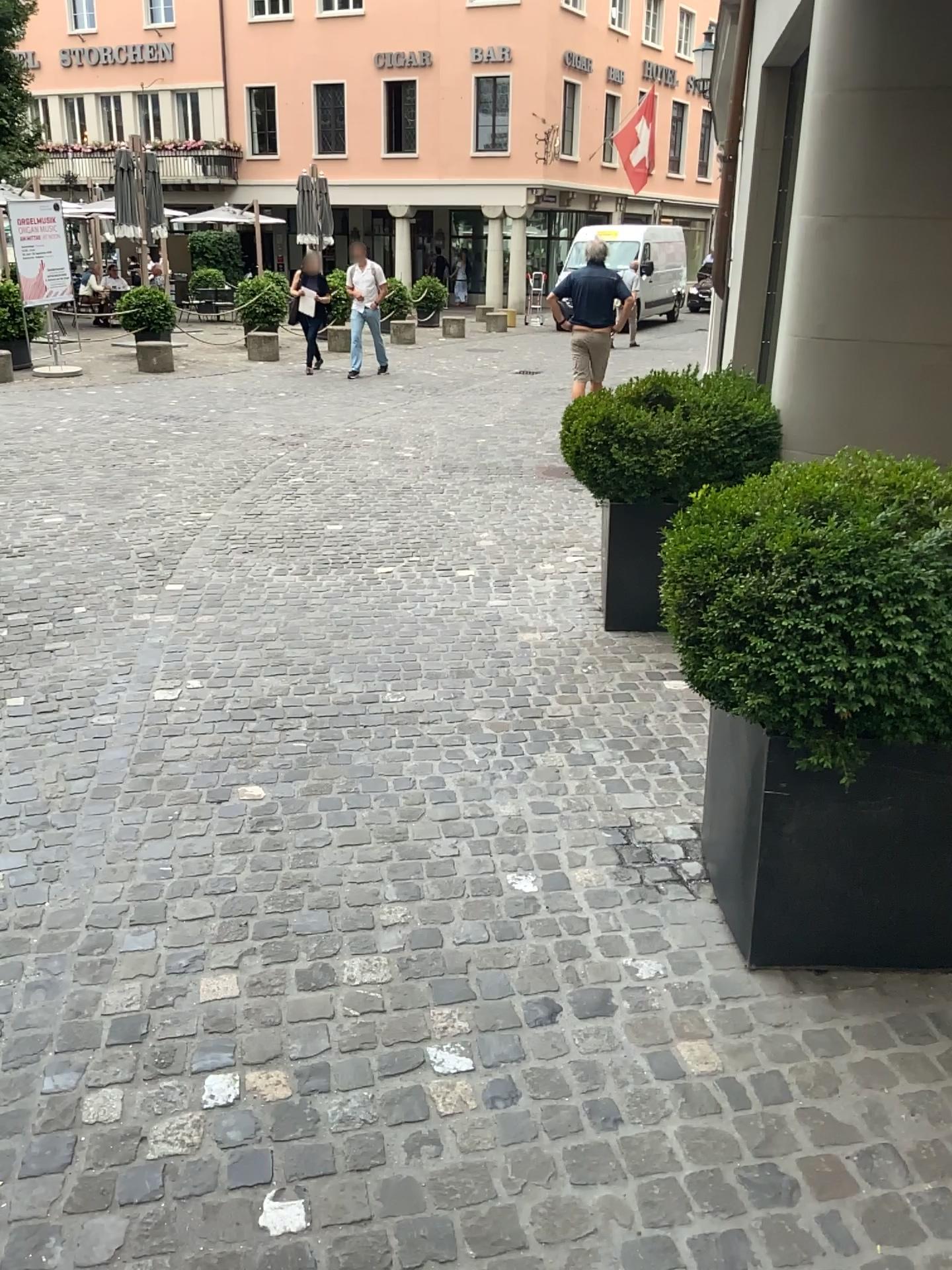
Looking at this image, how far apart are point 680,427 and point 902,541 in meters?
2.4 m

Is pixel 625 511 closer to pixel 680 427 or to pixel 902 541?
pixel 680 427

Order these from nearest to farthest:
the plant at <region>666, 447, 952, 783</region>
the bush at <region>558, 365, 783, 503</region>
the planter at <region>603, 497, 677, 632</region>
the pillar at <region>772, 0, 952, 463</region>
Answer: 1. the plant at <region>666, 447, 952, 783</region>
2. the pillar at <region>772, 0, 952, 463</region>
3. the bush at <region>558, 365, 783, 503</region>
4. the planter at <region>603, 497, 677, 632</region>

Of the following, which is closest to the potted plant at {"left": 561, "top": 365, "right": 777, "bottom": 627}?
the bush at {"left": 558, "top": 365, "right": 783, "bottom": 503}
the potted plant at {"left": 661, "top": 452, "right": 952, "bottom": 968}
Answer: the bush at {"left": 558, "top": 365, "right": 783, "bottom": 503}

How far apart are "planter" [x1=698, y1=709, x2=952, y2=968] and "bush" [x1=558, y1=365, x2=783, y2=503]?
2.06m

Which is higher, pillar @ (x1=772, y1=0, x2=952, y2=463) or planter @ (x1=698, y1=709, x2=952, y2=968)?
pillar @ (x1=772, y1=0, x2=952, y2=463)

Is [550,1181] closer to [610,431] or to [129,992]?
[129,992]

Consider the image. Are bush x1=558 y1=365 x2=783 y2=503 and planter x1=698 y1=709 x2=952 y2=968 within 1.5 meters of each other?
no

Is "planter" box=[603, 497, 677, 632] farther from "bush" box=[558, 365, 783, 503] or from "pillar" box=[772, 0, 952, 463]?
"pillar" box=[772, 0, 952, 463]

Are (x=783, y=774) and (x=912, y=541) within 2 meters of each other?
yes
